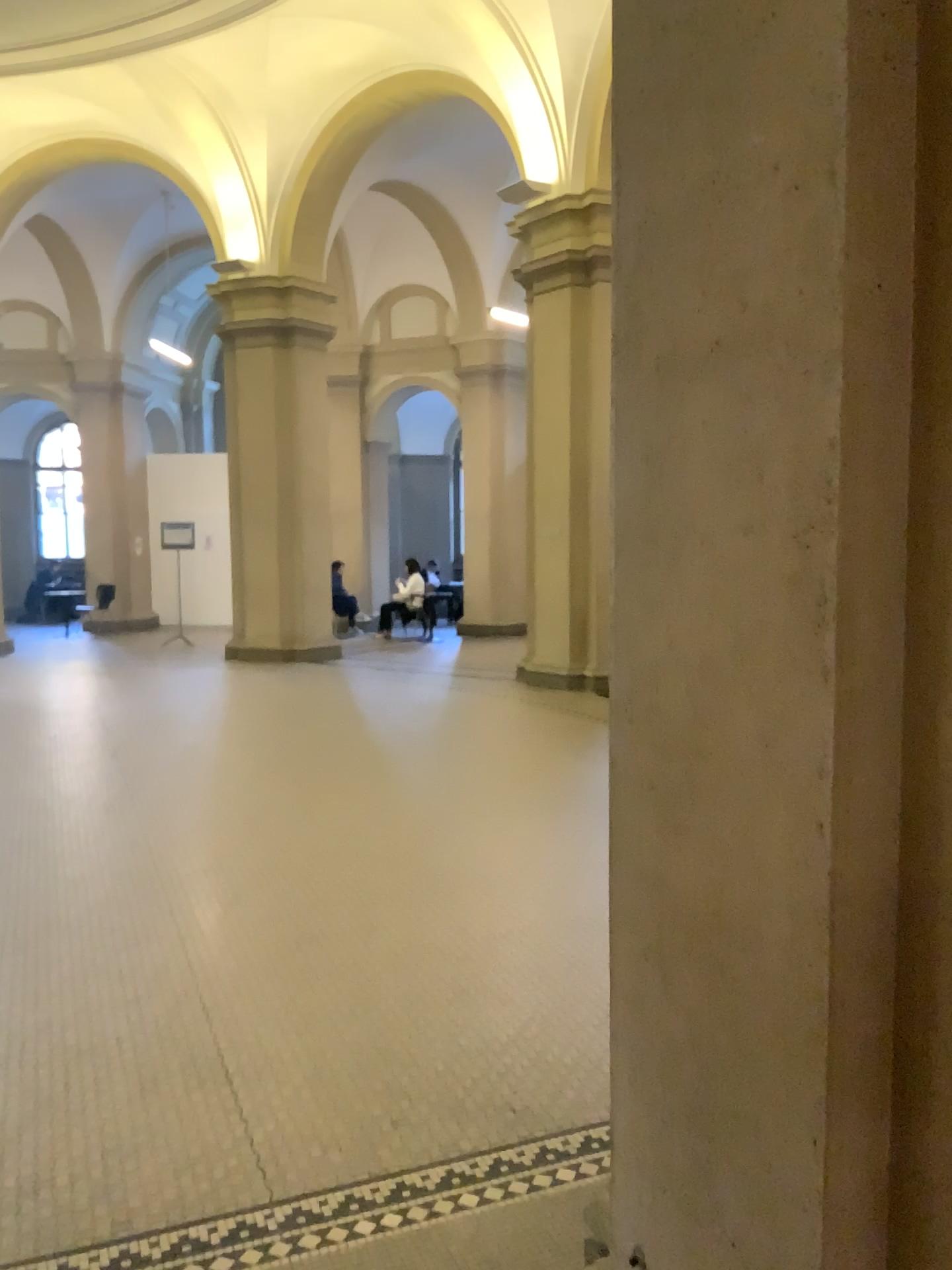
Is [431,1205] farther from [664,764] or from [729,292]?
[729,292]
